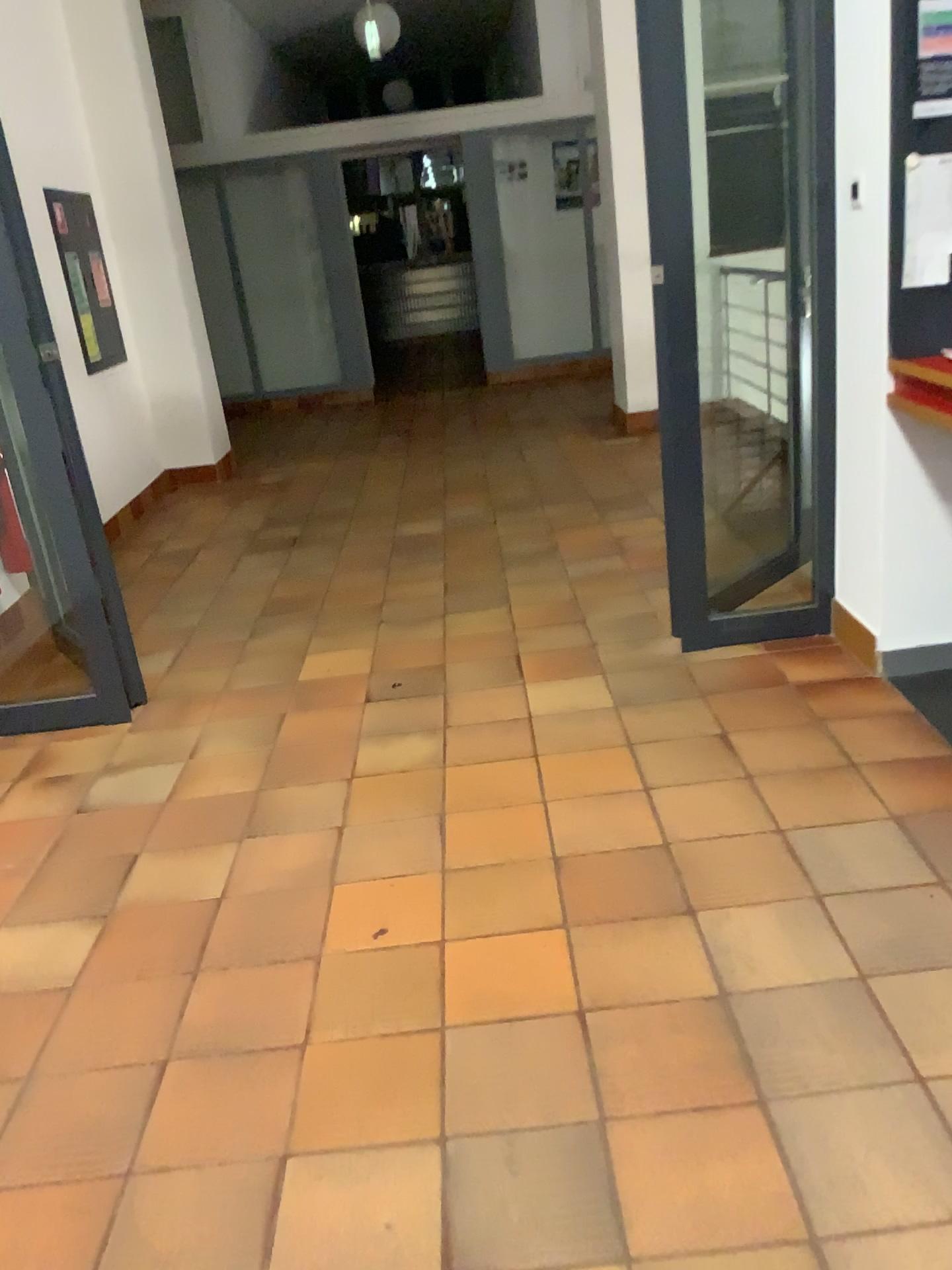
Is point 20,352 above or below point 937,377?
above

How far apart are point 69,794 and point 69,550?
0.7 meters

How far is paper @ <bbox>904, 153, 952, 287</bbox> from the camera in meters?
2.4 m

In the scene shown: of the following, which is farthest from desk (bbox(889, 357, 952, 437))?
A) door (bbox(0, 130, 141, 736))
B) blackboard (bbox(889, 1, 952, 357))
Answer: door (bbox(0, 130, 141, 736))

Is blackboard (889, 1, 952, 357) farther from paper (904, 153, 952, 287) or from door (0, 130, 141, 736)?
door (0, 130, 141, 736)

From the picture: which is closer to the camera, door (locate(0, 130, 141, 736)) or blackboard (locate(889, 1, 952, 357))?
blackboard (locate(889, 1, 952, 357))

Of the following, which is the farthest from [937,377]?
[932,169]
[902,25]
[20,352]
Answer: [20,352]

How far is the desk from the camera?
2.49m

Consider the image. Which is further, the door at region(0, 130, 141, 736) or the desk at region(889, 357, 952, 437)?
the door at region(0, 130, 141, 736)

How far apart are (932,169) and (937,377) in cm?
47
